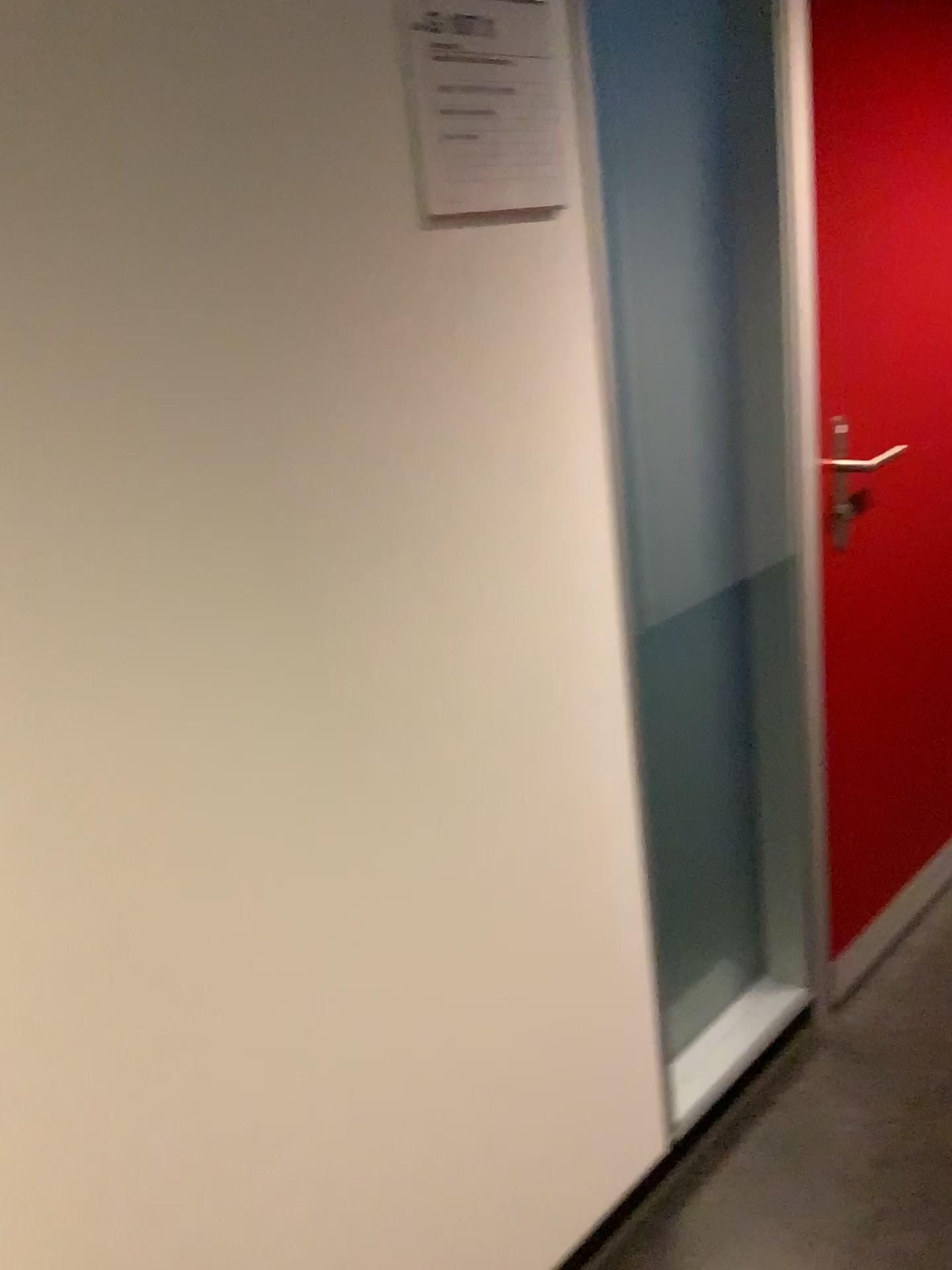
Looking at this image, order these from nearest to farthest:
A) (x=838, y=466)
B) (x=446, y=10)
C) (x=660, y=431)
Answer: (x=446, y=10)
(x=660, y=431)
(x=838, y=466)

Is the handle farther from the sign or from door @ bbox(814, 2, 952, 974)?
the sign

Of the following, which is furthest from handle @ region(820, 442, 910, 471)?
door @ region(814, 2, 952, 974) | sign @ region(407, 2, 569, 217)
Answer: sign @ region(407, 2, 569, 217)

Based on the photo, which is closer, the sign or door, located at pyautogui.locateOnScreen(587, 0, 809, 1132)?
the sign

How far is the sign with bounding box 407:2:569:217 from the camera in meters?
1.1

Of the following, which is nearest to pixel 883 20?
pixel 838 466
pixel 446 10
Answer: pixel 838 466

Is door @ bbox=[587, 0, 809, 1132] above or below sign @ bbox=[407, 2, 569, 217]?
below

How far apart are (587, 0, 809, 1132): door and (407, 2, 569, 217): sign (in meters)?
0.31

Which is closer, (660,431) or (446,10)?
(446,10)

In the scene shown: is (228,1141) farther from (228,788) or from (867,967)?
(867,967)
